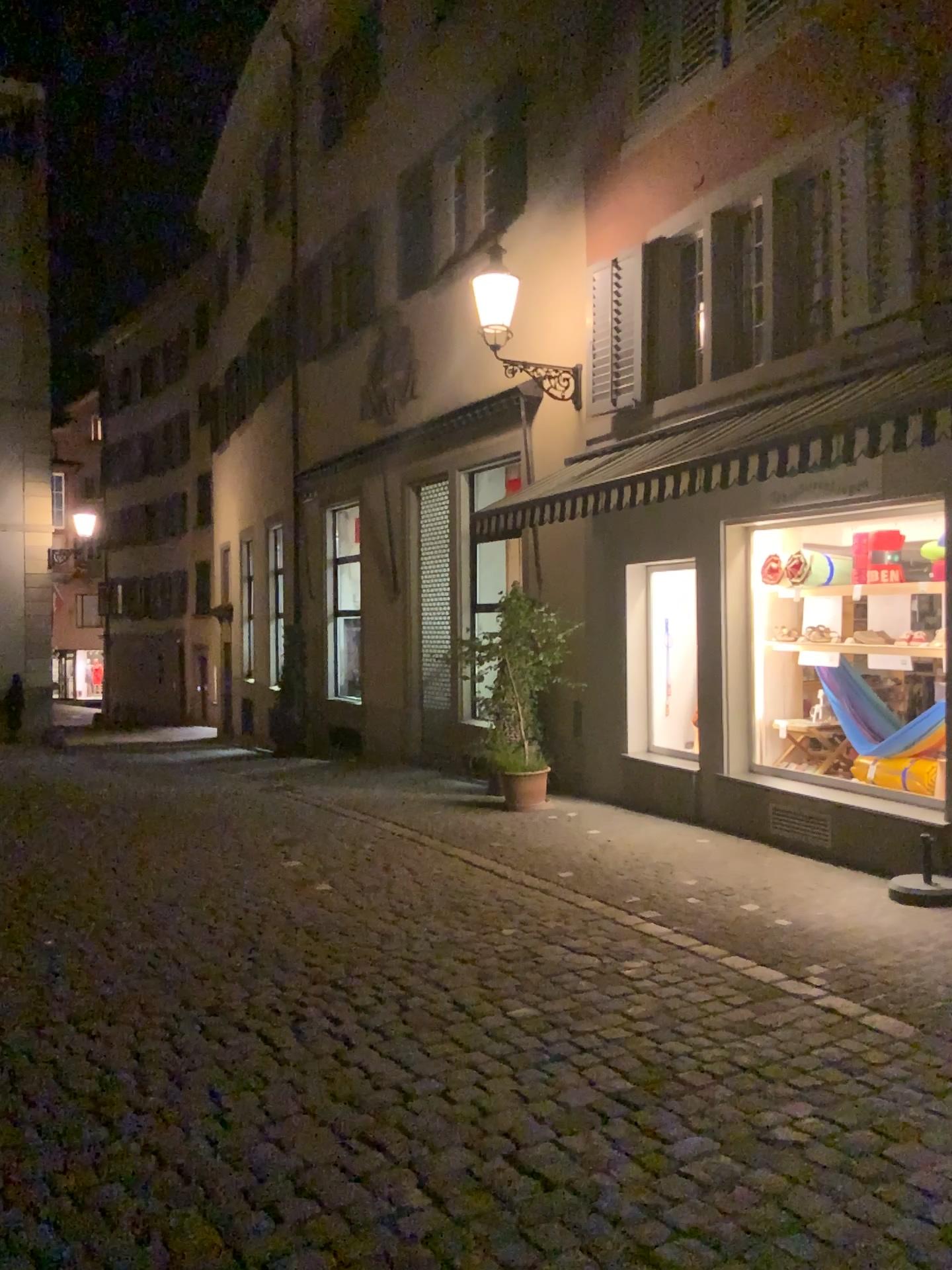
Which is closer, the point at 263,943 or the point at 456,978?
the point at 456,978
